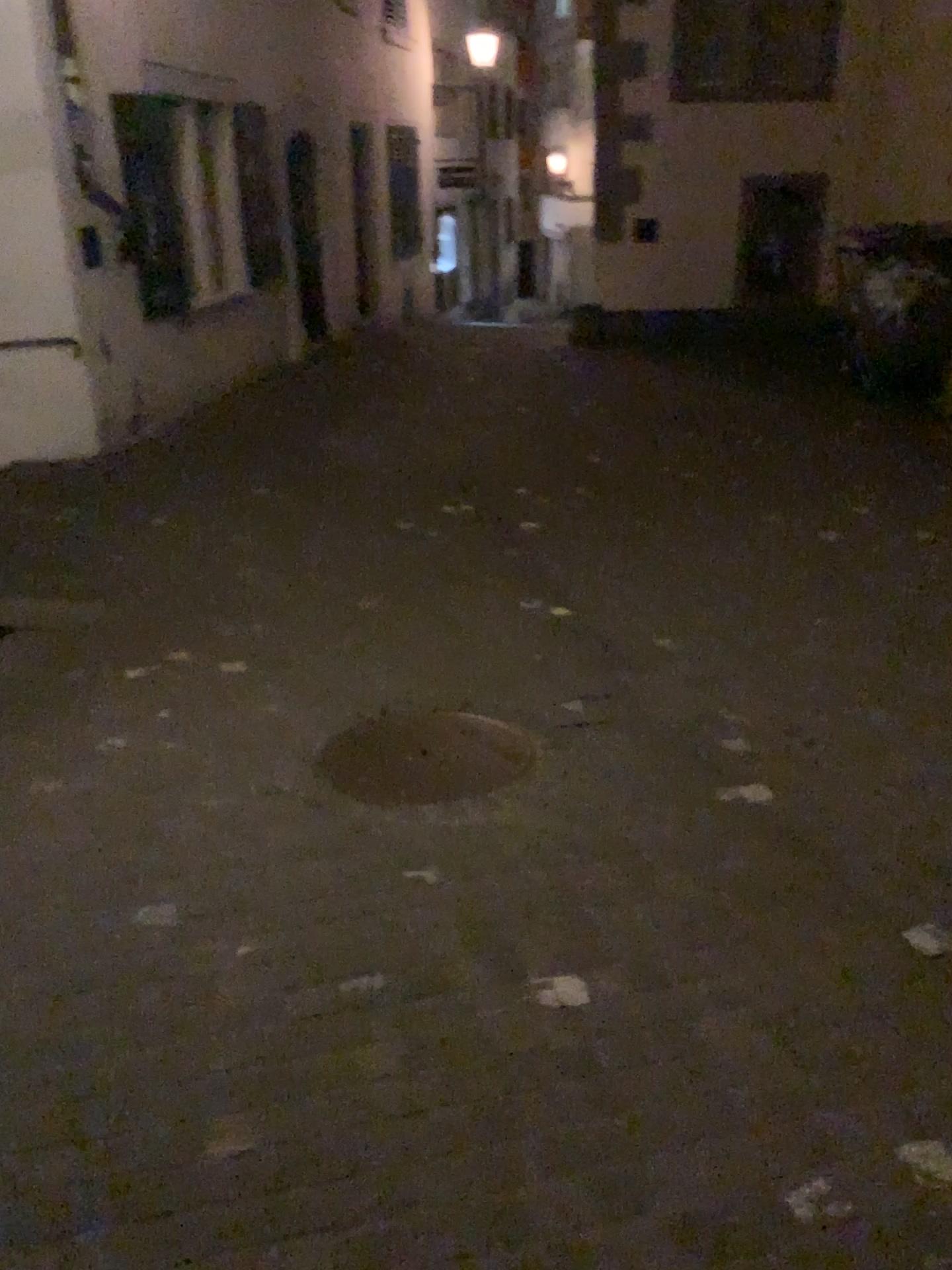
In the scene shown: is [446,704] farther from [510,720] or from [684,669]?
[684,669]
